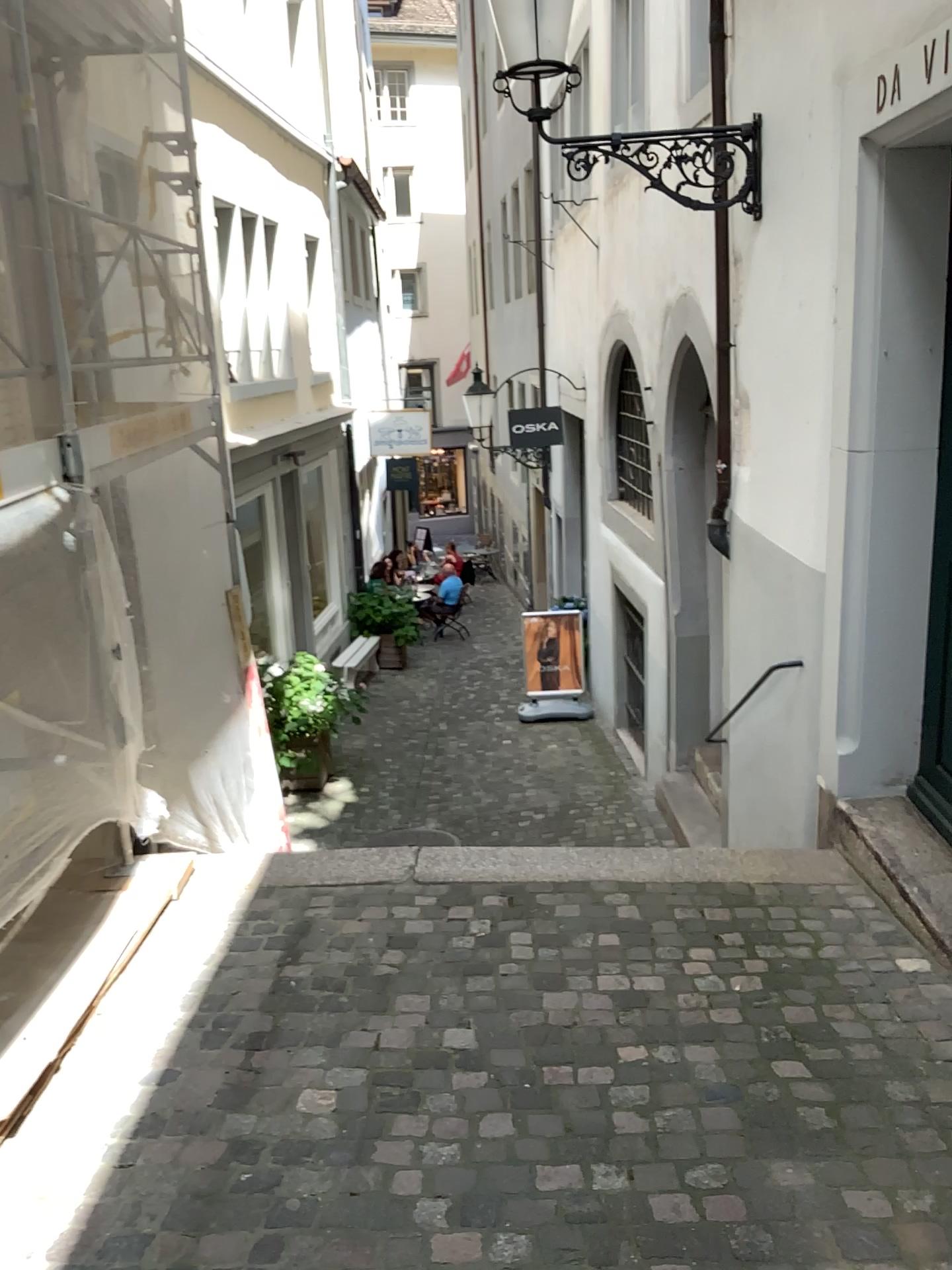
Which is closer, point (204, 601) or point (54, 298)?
point (54, 298)
